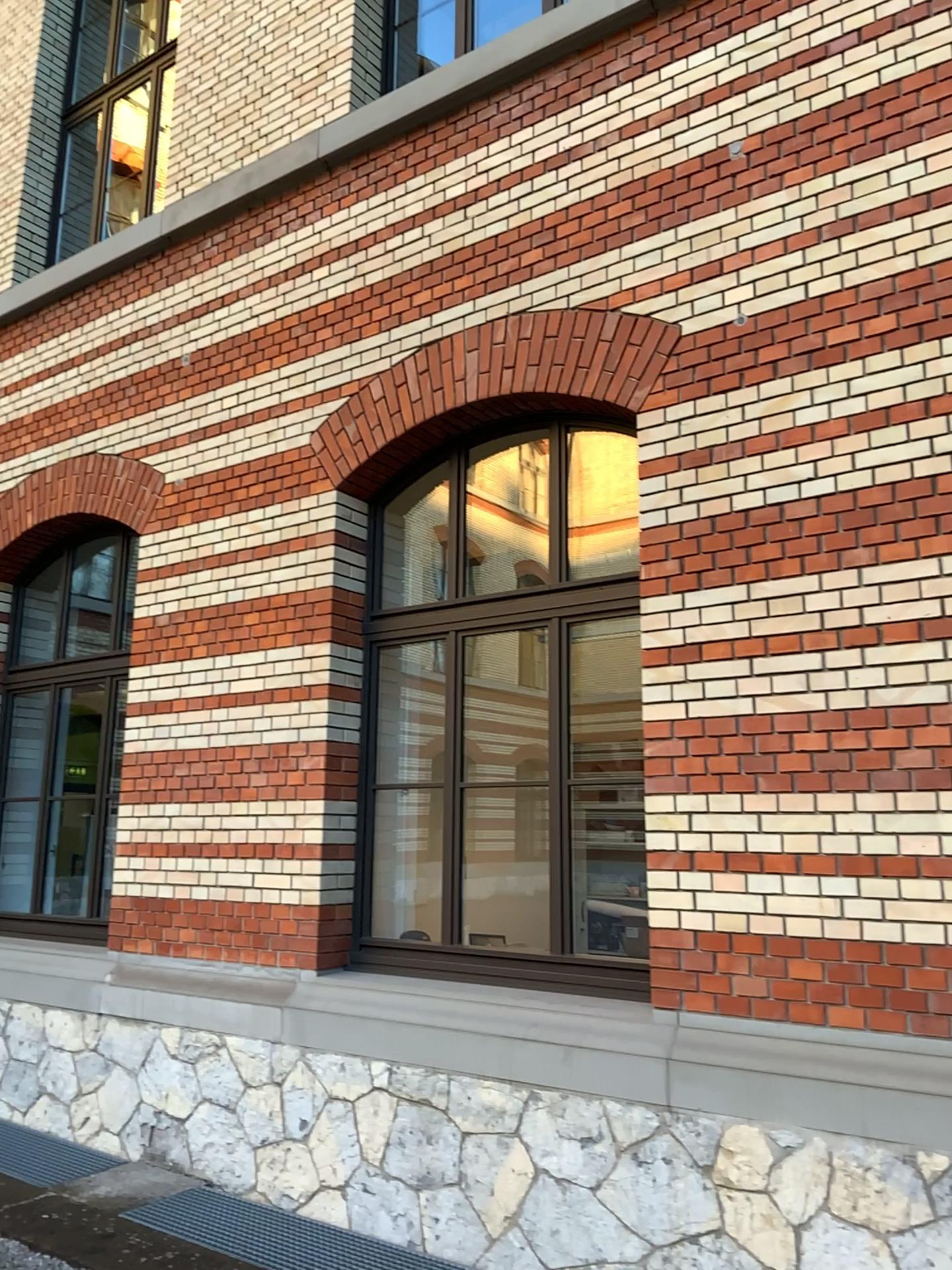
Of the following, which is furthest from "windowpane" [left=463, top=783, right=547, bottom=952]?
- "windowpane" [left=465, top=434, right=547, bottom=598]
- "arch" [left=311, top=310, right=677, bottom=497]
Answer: "arch" [left=311, top=310, right=677, bottom=497]

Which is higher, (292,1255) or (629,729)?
(629,729)

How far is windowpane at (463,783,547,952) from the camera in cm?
471

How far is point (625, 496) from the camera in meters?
4.7

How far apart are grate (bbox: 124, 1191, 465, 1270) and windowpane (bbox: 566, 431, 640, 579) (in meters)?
2.88

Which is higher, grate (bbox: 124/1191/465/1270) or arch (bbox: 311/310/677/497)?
arch (bbox: 311/310/677/497)

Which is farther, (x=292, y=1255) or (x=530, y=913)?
(x=530, y=913)

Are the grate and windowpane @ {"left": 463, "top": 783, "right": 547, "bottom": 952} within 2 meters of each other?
yes

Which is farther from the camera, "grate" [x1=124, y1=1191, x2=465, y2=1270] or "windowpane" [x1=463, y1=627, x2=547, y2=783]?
"windowpane" [x1=463, y1=627, x2=547, y2=783]

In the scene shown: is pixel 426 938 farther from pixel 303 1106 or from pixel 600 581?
pixel 600 581
